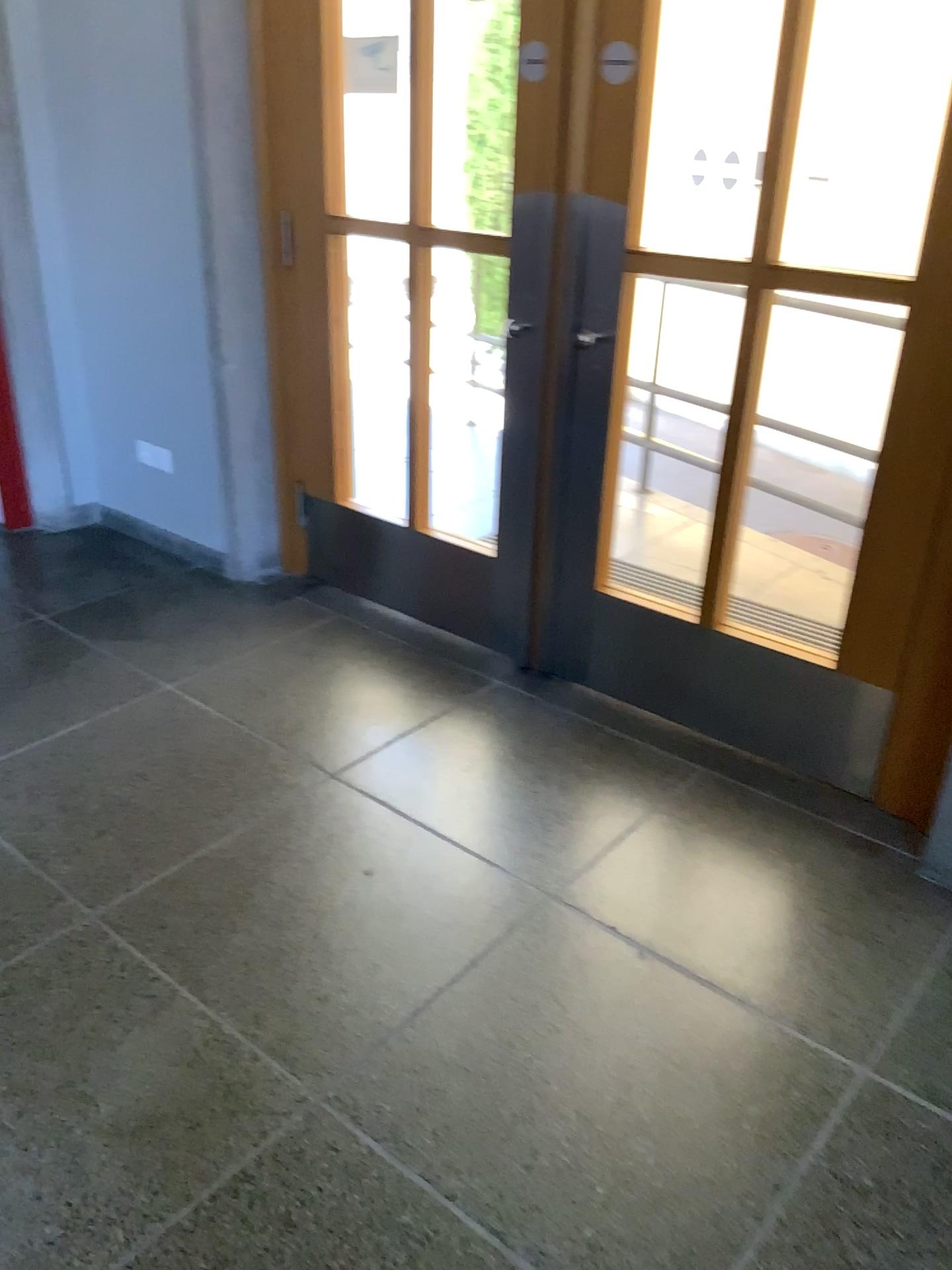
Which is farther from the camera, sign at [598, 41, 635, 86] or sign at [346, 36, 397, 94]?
sign at [346, 36, 397, 94]

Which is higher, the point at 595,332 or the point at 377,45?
the point at 377,45

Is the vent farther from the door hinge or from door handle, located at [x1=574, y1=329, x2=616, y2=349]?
the door hinge

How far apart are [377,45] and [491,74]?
0.4m

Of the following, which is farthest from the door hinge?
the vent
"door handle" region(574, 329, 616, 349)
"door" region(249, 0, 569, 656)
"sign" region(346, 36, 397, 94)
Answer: the vent

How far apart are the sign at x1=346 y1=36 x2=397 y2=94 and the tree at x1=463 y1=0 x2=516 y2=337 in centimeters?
33cm

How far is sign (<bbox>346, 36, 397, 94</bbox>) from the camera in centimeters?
289cm

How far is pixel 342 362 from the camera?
3.3m

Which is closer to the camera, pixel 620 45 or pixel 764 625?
pixel 620 45

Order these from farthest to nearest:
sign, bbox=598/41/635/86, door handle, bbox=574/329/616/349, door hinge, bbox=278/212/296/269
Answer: door hinge, bbox=278/212/296/269 → door handle, bbox=574/329/616/349 → sign, bbox=598/41/635/86
